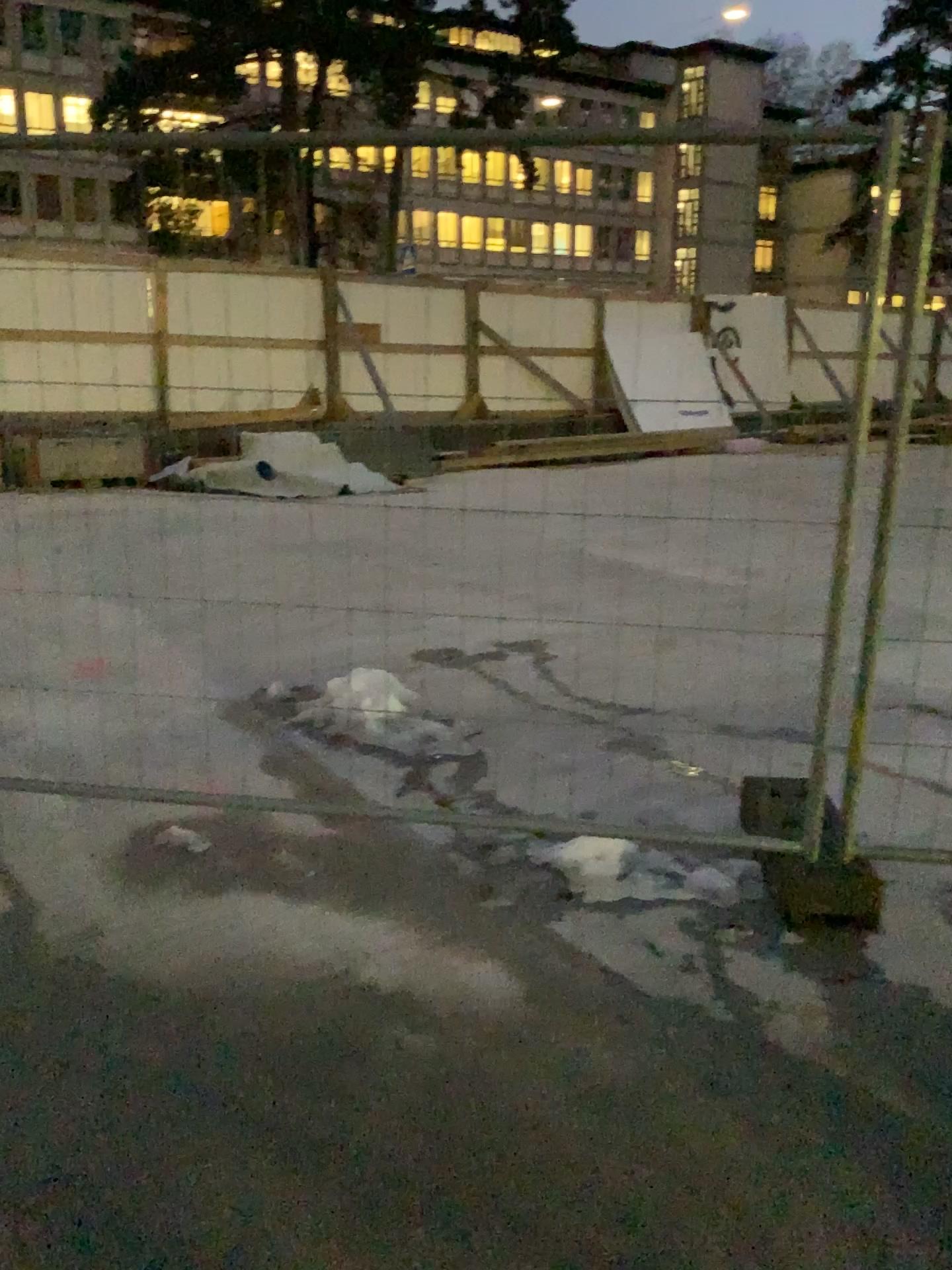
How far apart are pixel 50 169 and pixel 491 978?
2.3m
